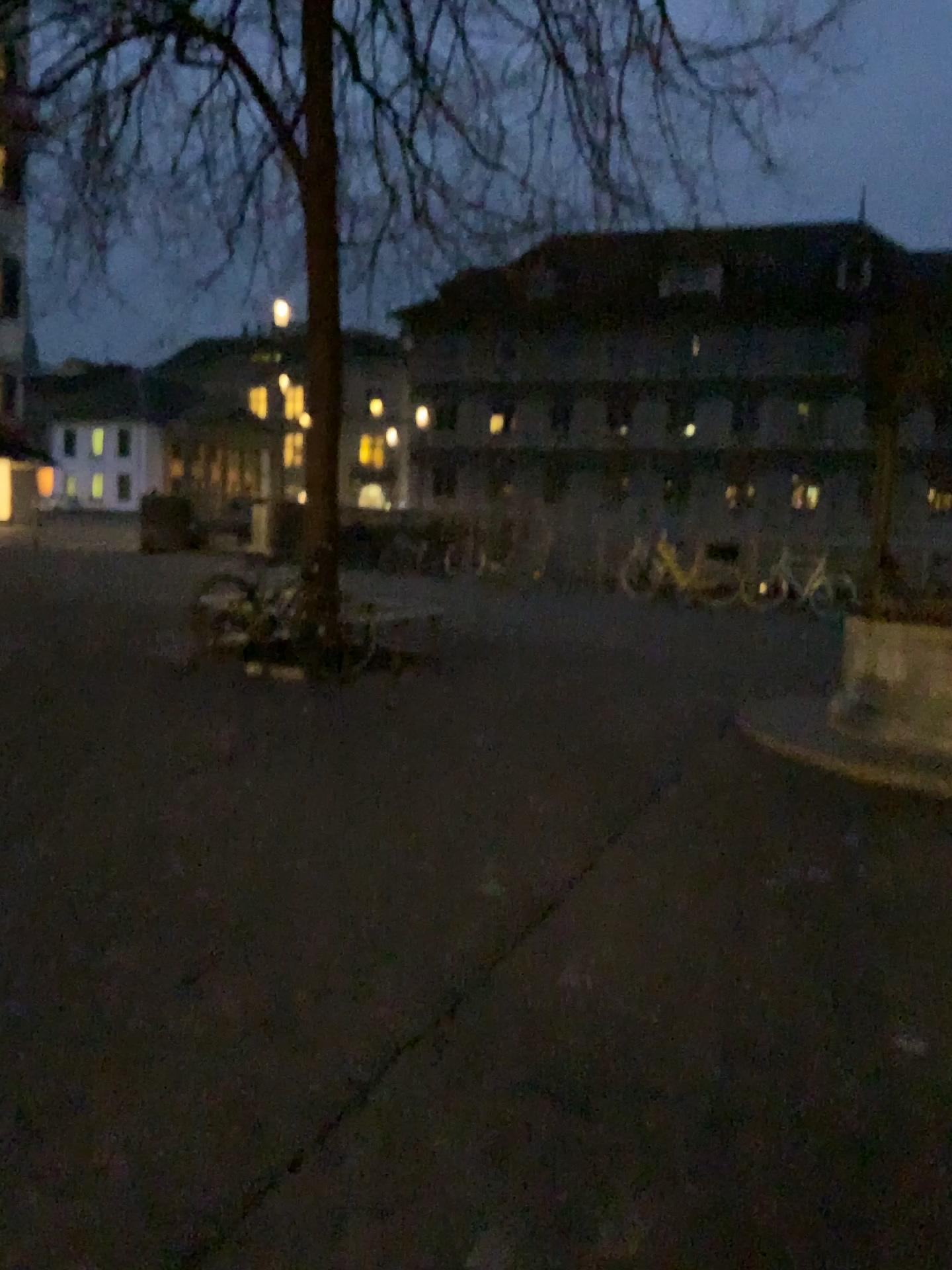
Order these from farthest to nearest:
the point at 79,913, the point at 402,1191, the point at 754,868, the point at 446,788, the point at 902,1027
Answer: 1. the point at 446,788
2. the point at 754,868
3. the point at 79,913
4. the point at 902,1027
5. the point at 402,1191
